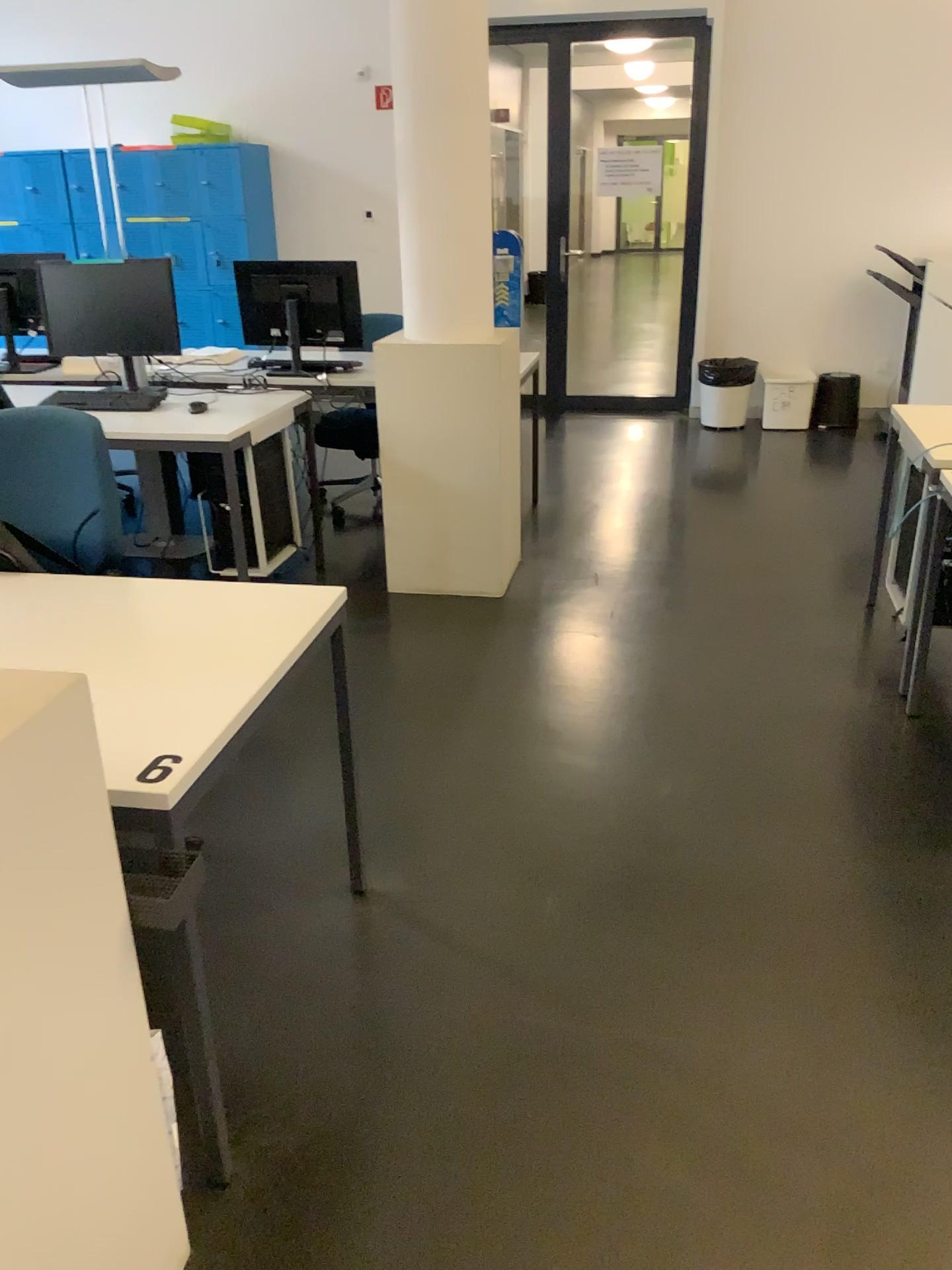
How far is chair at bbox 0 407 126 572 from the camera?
2.4m

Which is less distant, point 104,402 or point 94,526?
point 94,526

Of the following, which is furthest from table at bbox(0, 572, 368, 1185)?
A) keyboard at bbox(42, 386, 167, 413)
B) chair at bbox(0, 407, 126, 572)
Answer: keyboard at bbox(42, 386, 167, 413)

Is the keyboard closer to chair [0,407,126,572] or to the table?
chair [0,407,126,572]

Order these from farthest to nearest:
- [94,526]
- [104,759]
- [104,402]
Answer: [104,402] < [94,526] < [104,759]

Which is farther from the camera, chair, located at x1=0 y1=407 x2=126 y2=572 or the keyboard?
the keyboard

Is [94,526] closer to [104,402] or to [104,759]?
[104,759]

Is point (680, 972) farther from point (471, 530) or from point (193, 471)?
point (193, 471)

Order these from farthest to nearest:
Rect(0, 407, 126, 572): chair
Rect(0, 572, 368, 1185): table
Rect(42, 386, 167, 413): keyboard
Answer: Rect(42, 386, 167, 413): keyboard
Rect(0, 407, 126, 572): chair
Rect(0, 572, 368, 1185): table
